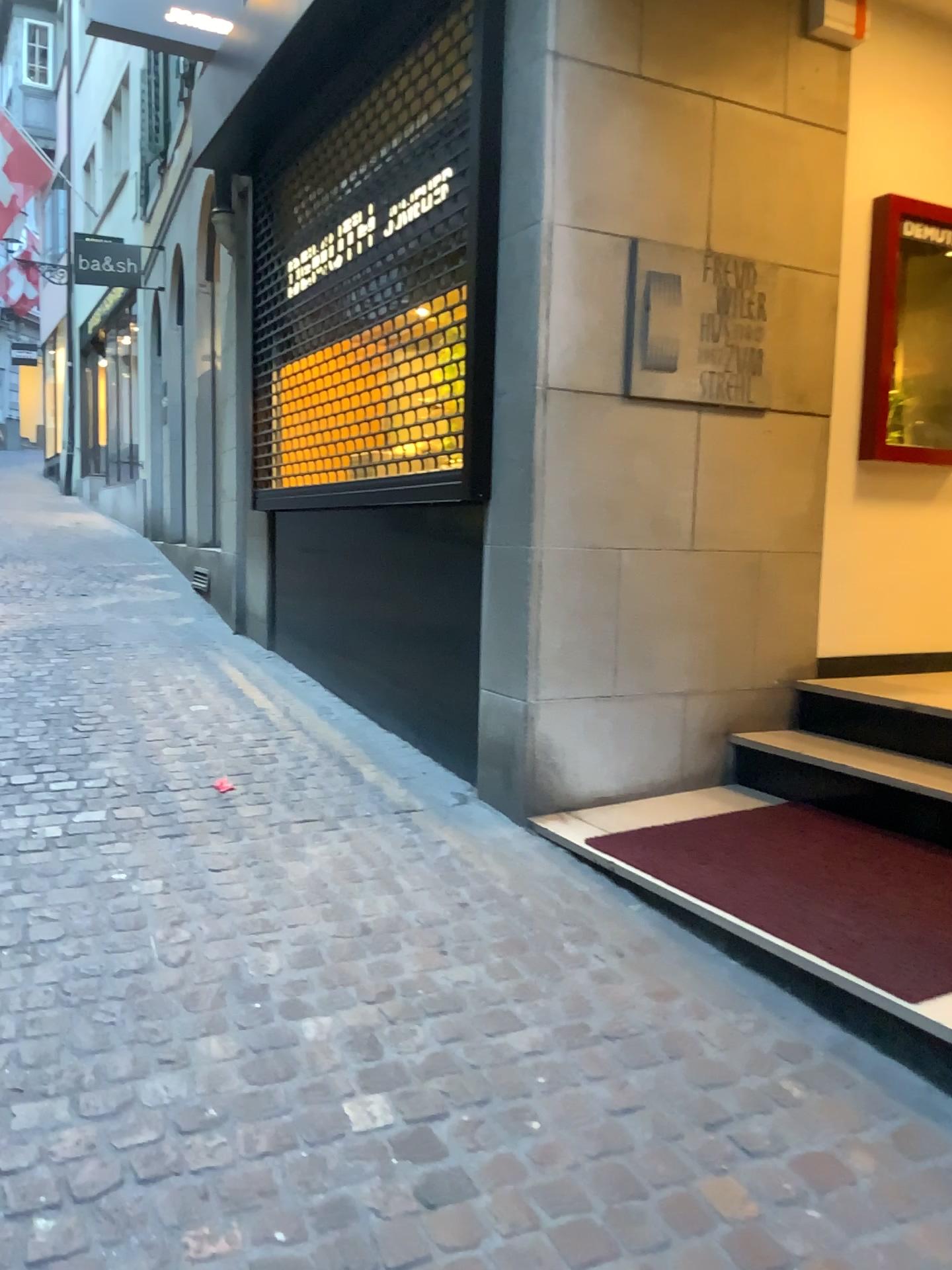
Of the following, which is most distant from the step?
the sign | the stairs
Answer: the sign

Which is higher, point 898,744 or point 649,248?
point 649,248

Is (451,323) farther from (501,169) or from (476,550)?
(476,550)

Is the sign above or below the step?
above

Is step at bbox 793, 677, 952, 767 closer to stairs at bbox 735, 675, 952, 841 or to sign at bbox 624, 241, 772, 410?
stairs at bbox 735, 675, 952, 841

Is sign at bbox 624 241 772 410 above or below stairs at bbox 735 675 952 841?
above

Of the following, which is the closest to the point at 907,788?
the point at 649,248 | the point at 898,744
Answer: the point at 898,744

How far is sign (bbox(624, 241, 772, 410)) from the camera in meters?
3.5

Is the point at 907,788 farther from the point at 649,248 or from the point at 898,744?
the point at 649,248
